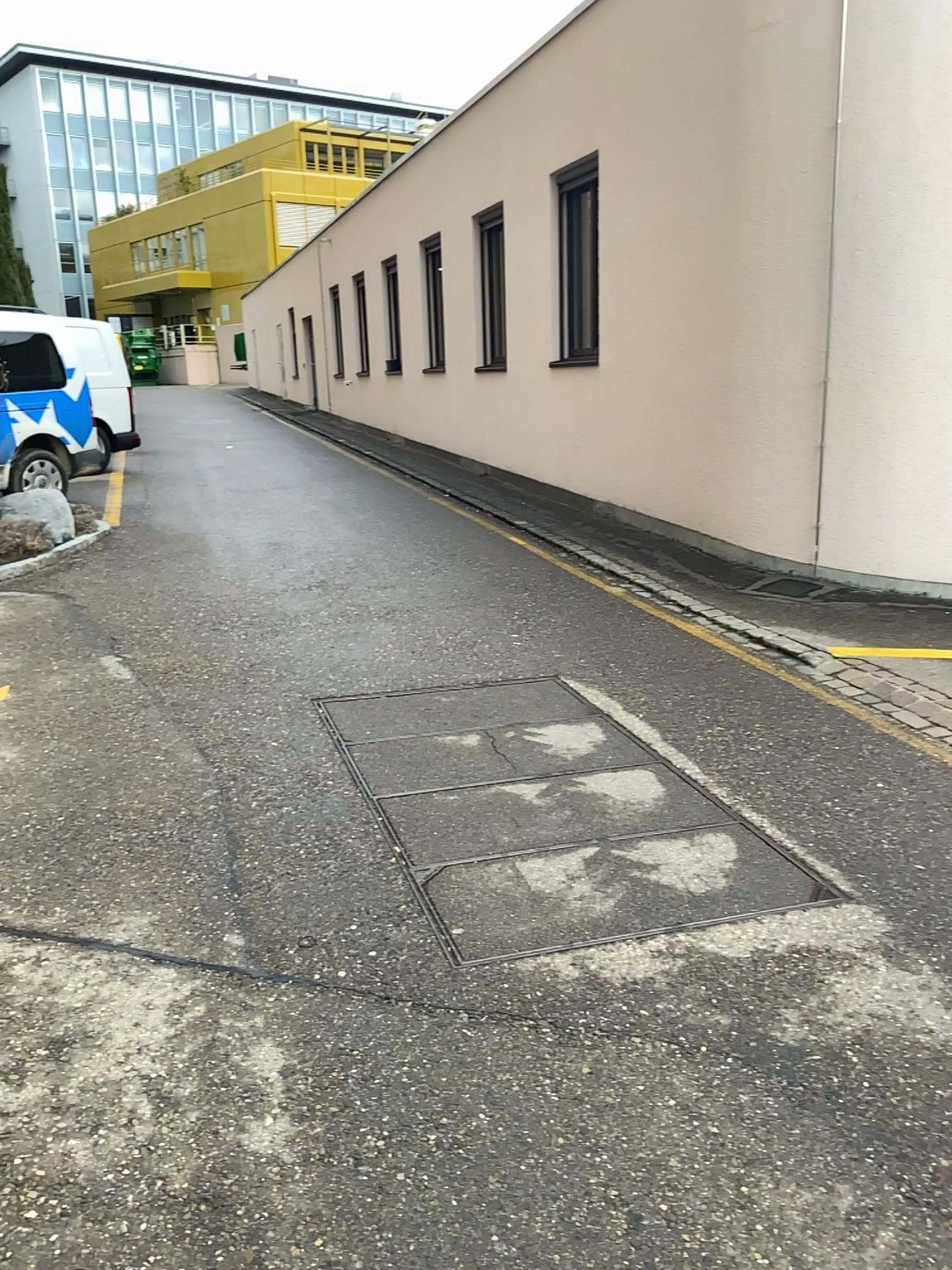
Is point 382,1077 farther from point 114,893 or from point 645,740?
point 645,740
